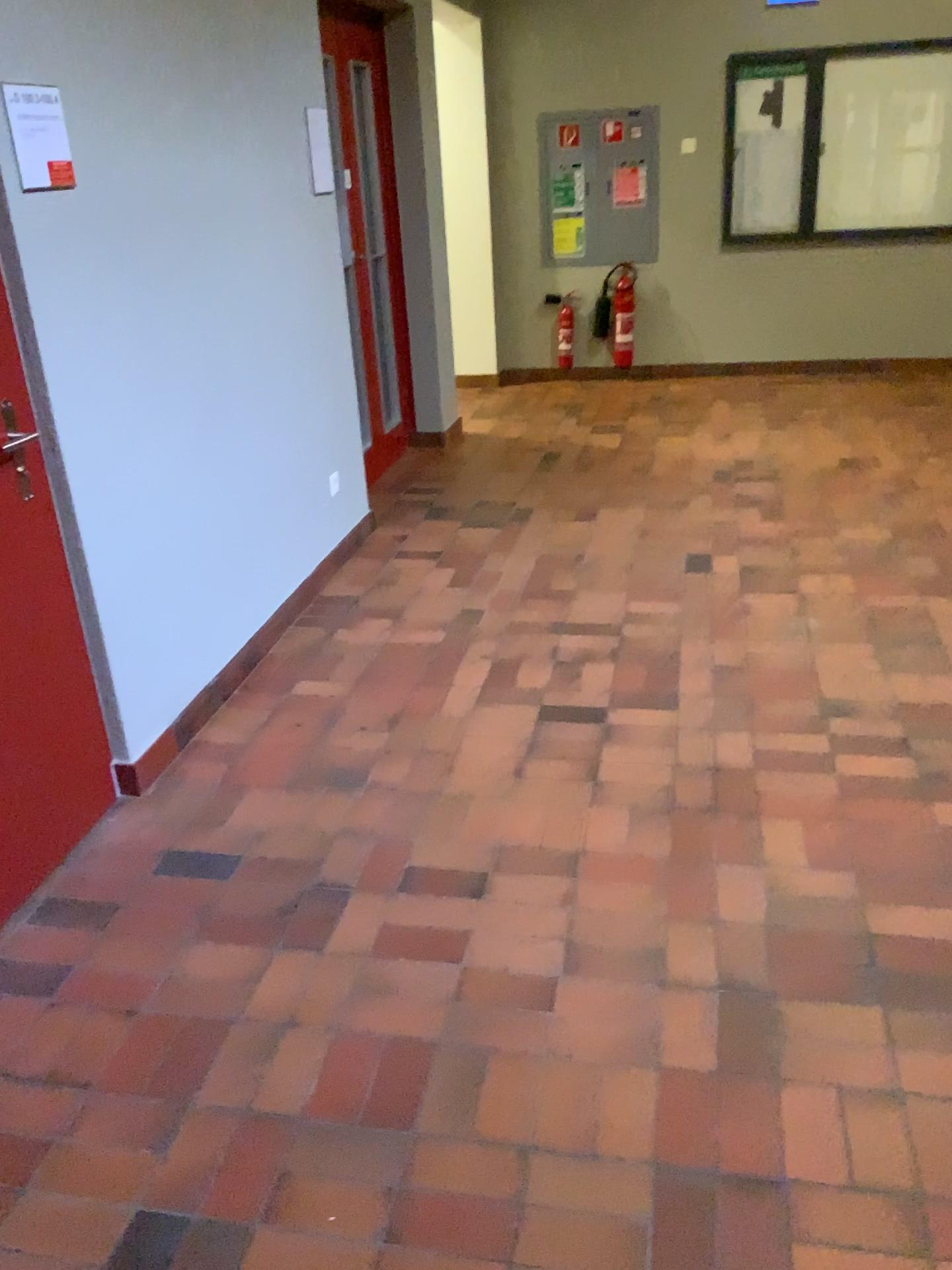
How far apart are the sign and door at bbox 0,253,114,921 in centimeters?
33cm

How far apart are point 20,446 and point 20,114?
0.7 meters

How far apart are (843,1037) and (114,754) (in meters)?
1.83

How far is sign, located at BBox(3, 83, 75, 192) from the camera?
2.2m

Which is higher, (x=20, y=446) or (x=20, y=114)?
(x=20, y=114)

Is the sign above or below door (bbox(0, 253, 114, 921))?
above

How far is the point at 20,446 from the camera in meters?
2.3

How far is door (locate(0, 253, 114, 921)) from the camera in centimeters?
234cm
